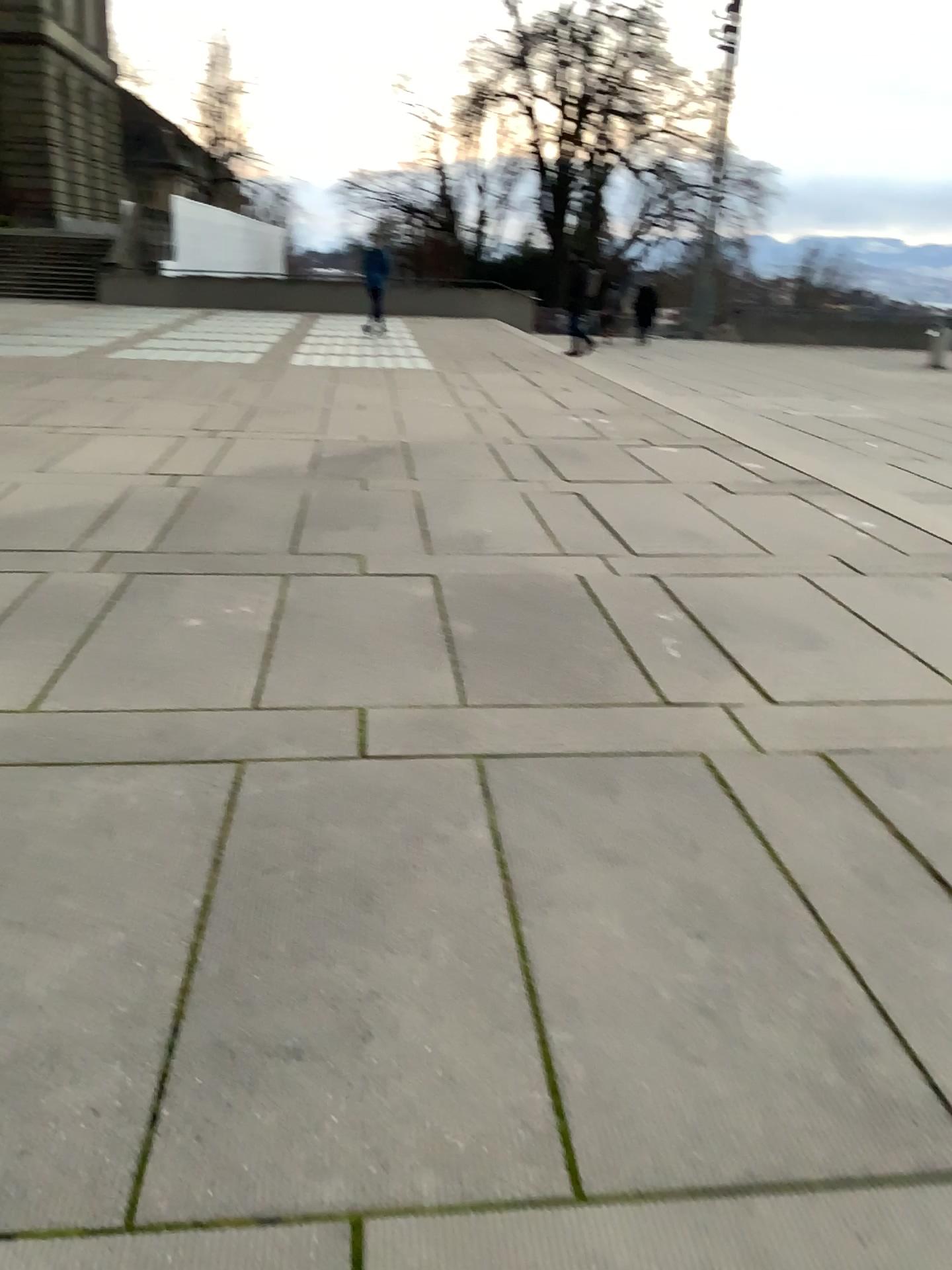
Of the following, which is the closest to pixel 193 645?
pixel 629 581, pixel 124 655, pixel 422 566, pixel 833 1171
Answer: pixel 124 655
